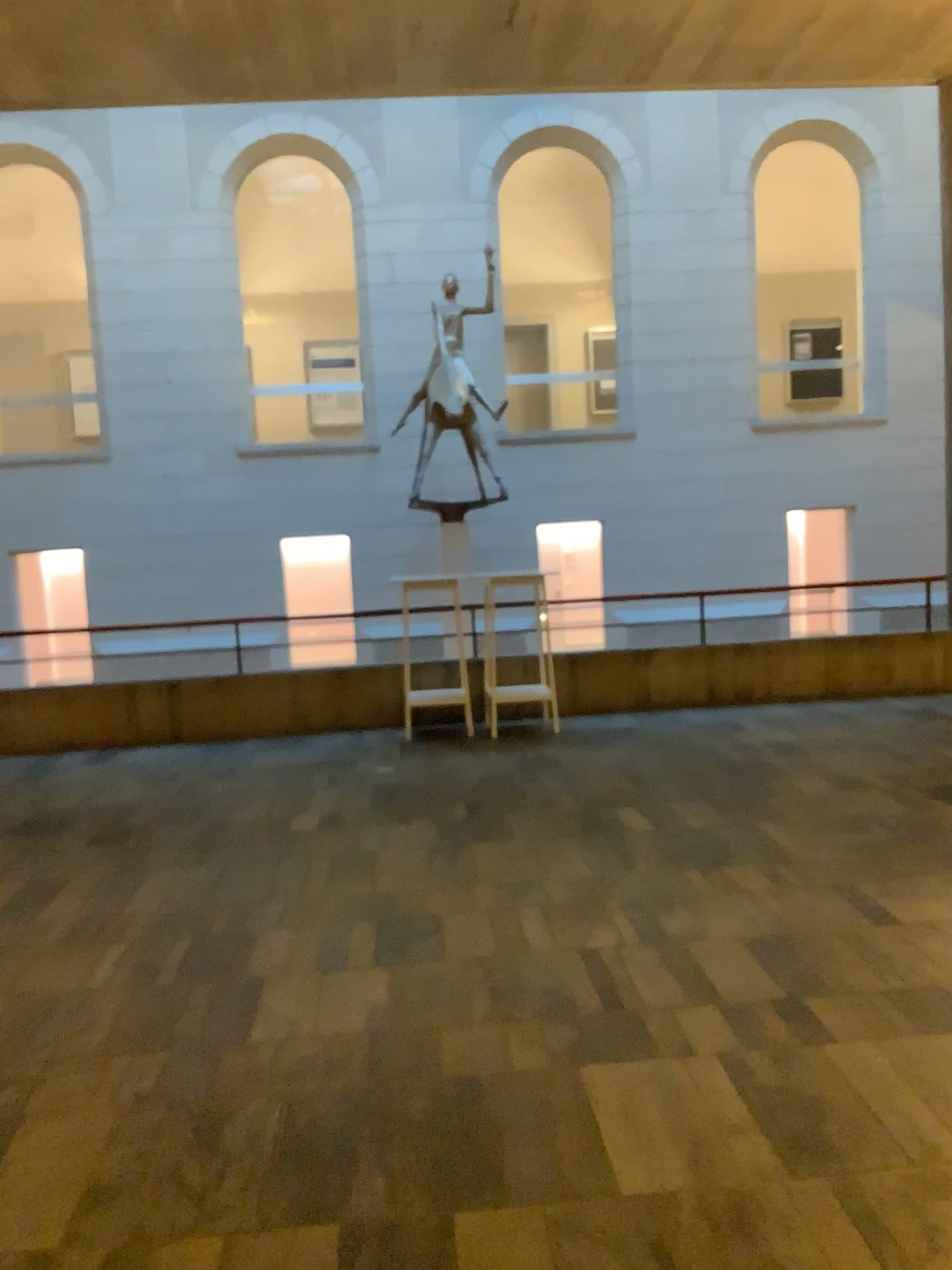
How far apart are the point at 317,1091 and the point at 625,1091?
0.8m
